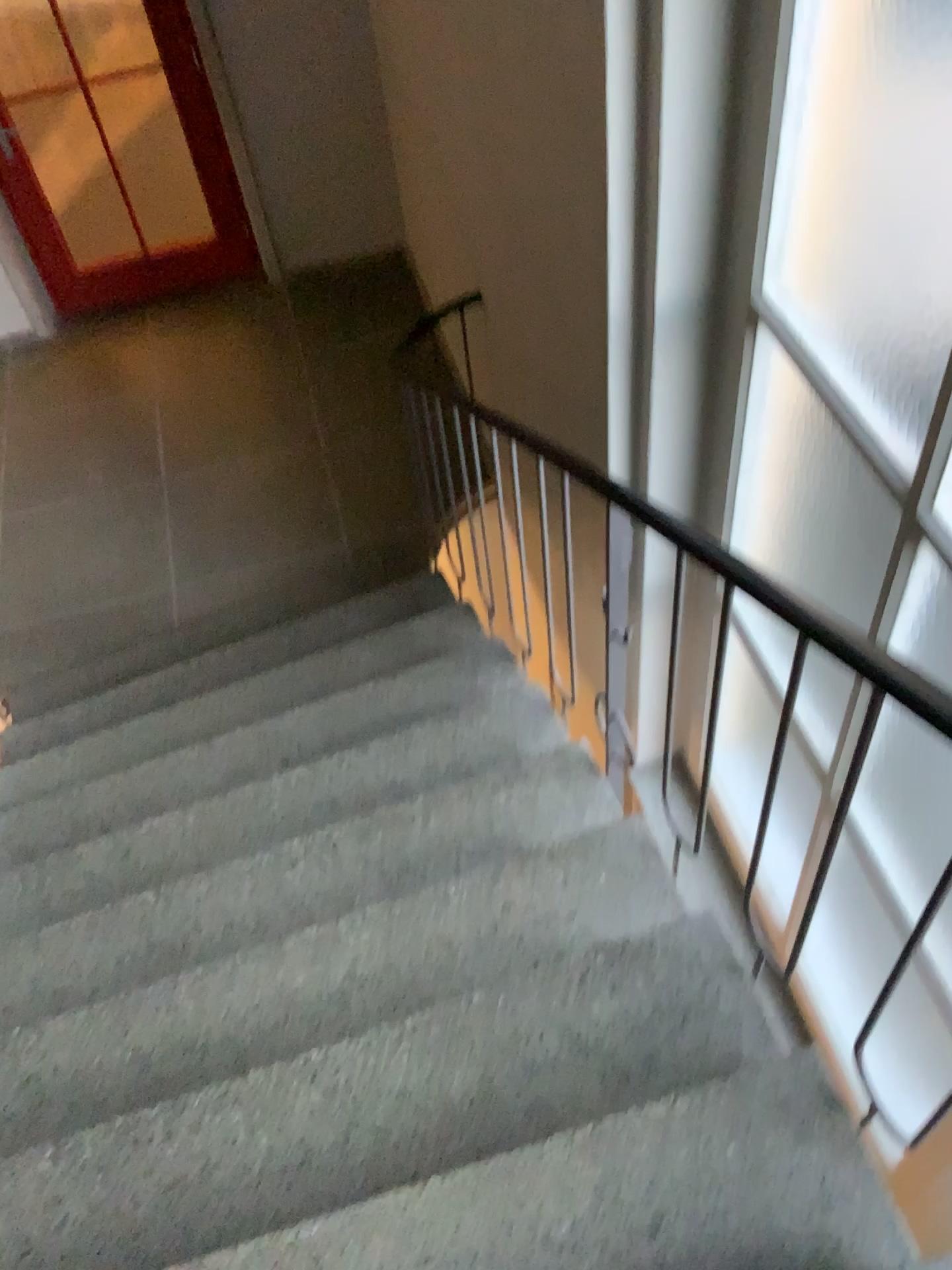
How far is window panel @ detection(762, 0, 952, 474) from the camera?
1.7m

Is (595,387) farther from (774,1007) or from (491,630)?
(774,1007)

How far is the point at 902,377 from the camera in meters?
1.7 m
